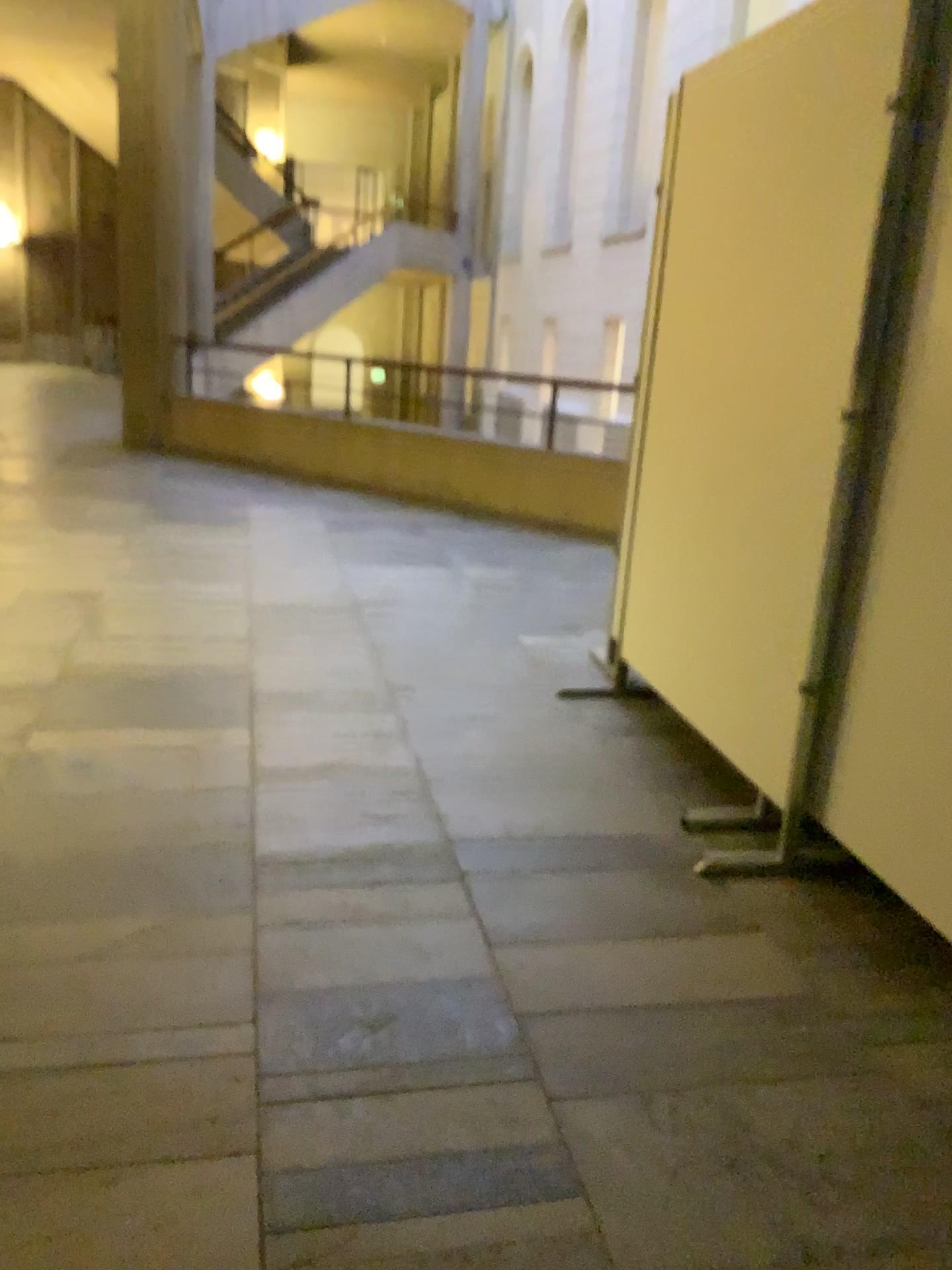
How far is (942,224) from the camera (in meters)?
2.01

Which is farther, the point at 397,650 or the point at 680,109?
the point at 397,650

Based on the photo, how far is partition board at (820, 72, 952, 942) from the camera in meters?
2.0 m
